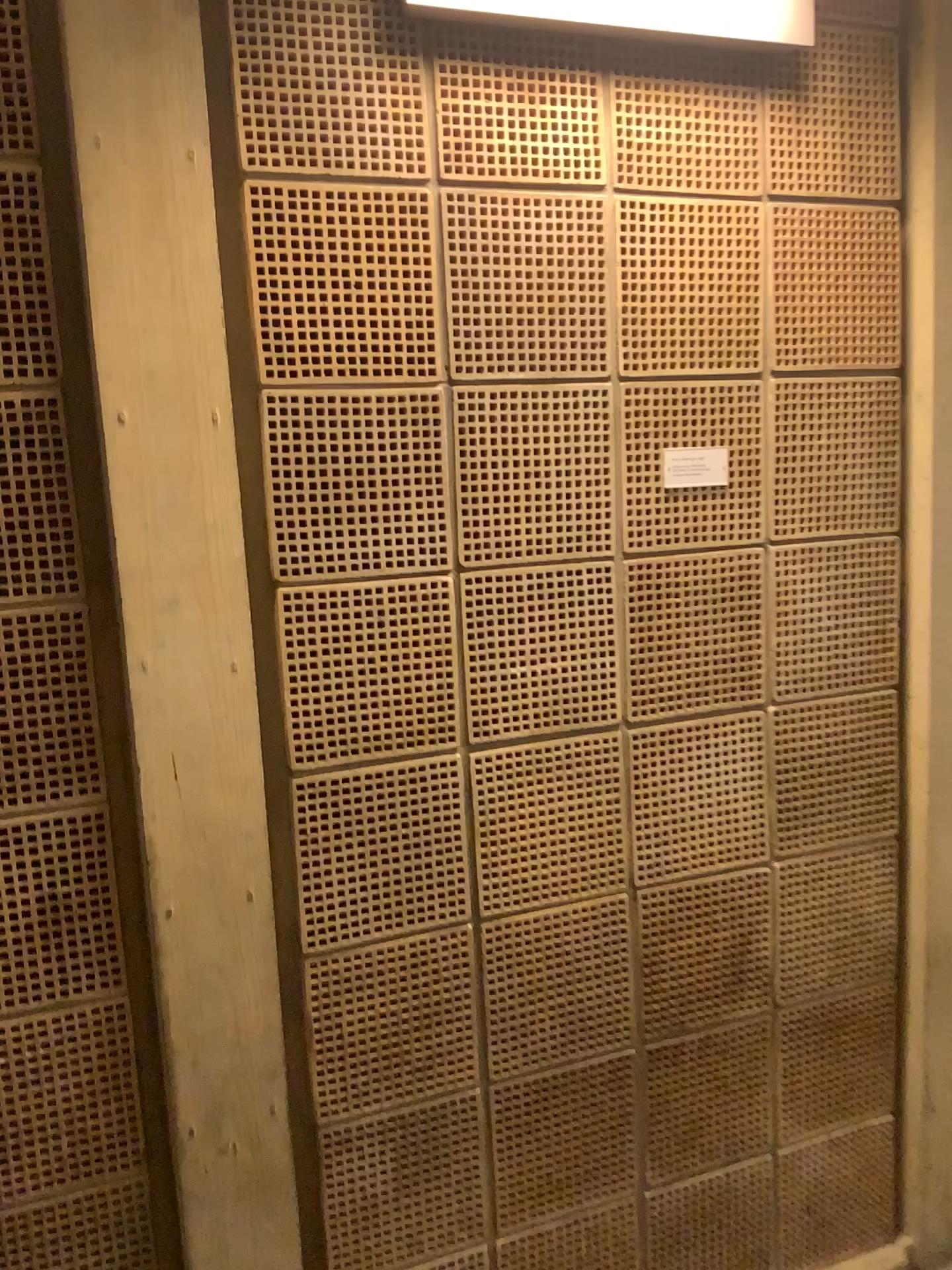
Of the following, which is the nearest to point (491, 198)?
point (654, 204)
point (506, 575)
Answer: point (654, 204)

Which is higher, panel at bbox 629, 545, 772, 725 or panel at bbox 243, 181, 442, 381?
panel at bbox 243, 181, 442, 381

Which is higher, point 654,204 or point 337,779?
point 654,204

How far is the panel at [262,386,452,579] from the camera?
1.4m

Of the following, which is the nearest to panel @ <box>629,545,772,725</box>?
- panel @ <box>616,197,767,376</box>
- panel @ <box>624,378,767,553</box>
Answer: panel @ <box>624,378,767,553</box>

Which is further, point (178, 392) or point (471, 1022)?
point (471, 1022)

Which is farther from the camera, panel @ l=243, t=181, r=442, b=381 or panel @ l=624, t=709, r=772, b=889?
panel @ l=624, t=709, r=772, b=889

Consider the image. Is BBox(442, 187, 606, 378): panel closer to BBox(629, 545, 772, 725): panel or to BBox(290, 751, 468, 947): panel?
BBox(629, 545, 772, 725): panel

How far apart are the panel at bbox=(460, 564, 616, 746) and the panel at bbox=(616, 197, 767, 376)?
0.3m

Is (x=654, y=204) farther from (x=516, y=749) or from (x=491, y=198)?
(x=516, y=749)
